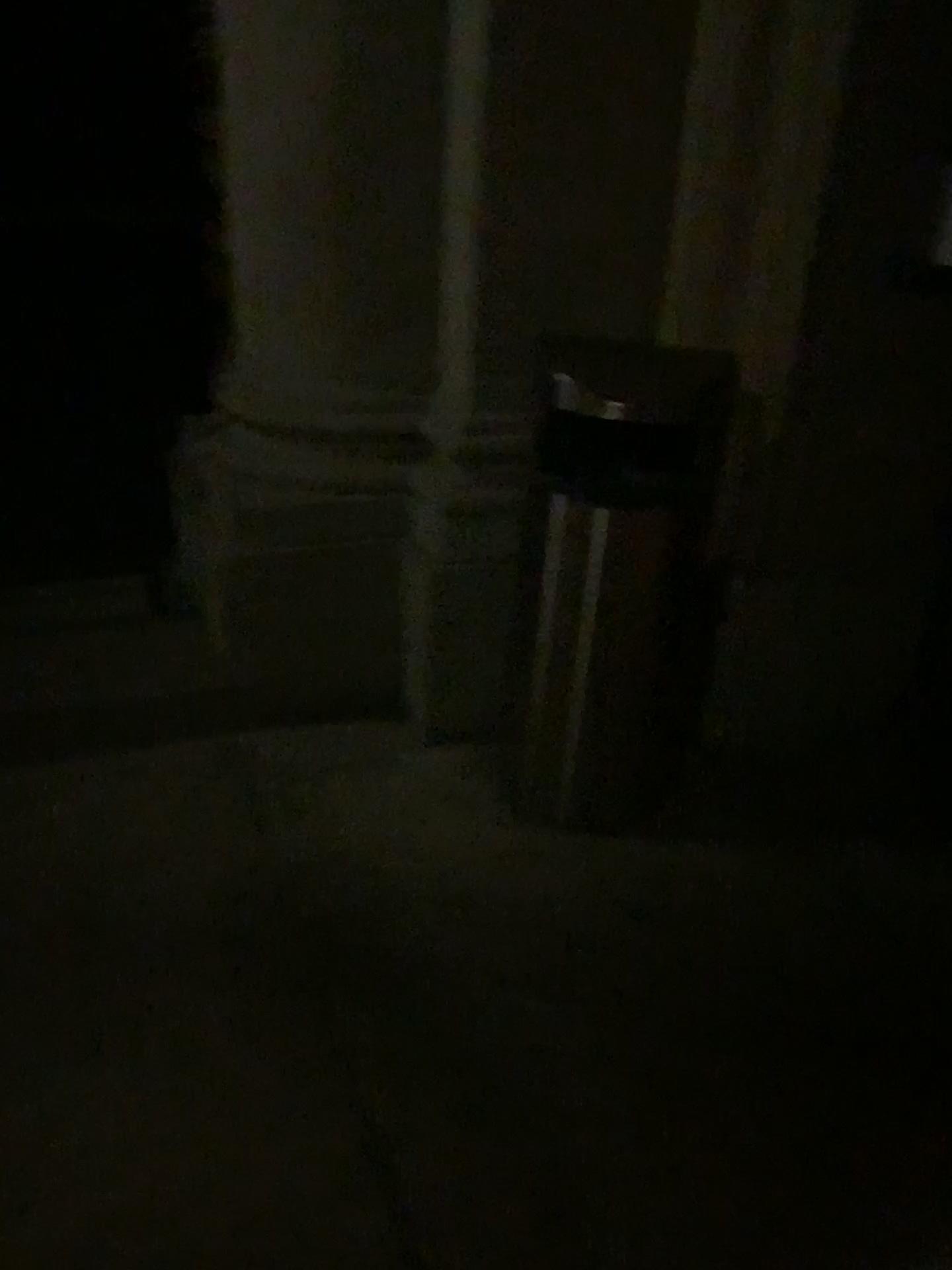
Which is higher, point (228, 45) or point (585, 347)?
point (228, 45)

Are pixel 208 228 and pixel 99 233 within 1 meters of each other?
yes
